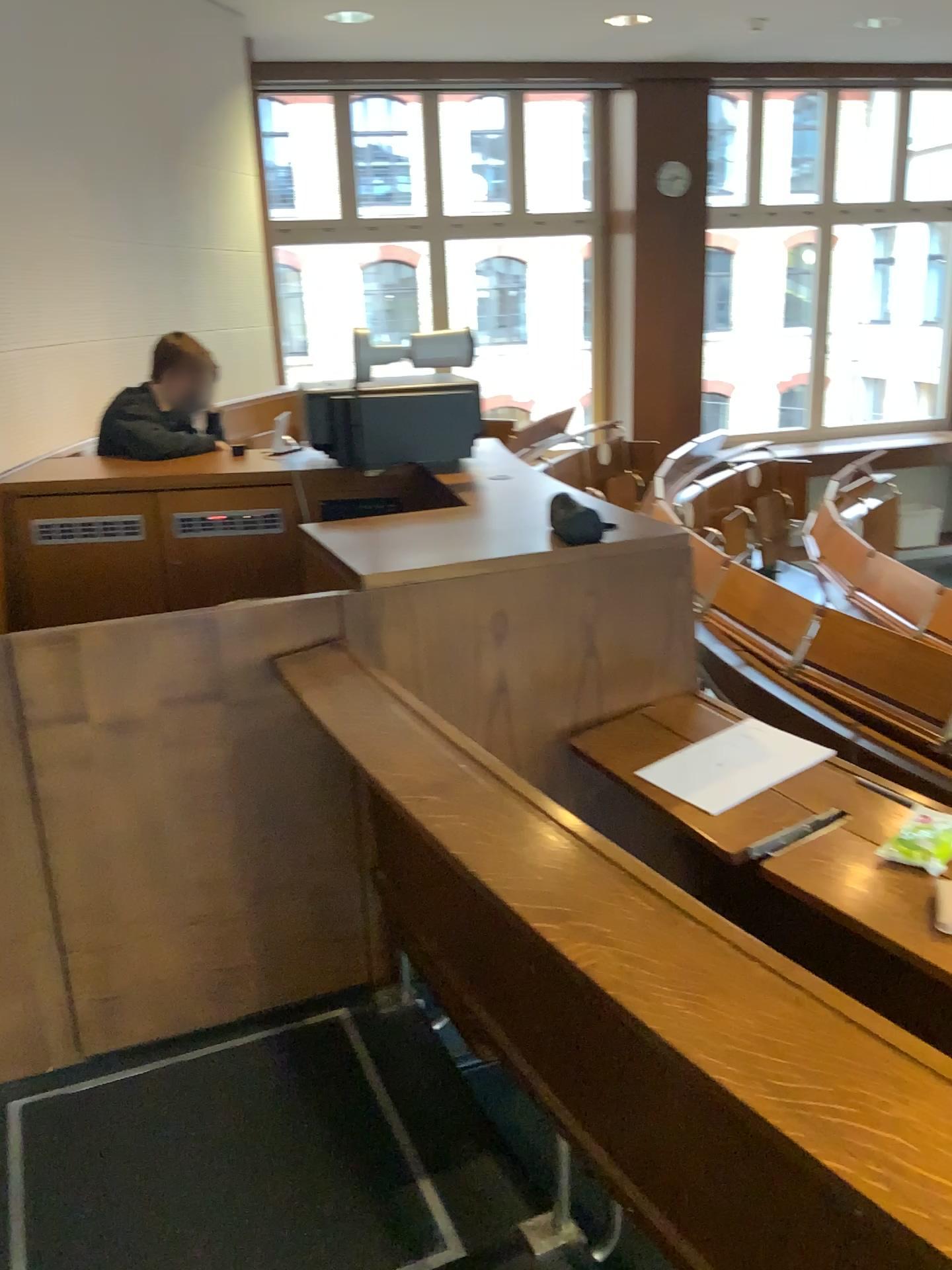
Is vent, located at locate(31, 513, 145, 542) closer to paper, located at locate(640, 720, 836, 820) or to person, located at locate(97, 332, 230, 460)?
person, located at locate(97, 332, 230, 460)

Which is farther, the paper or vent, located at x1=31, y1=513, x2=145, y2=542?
vent, located at x1=31, y1=513, x2=145, y2=542

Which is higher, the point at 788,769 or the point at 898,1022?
the point at 788,769

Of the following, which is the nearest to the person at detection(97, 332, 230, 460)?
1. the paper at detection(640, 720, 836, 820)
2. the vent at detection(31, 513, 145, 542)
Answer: the vent at detection(31, 513, 145, 542)

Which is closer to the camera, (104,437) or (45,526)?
(45,526)

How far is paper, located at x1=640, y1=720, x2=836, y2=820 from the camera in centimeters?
189cm

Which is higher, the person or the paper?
the person

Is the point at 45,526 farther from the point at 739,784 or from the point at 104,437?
the point at 739,784

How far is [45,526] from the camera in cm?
323

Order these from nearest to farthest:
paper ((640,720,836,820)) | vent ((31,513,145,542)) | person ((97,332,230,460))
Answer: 1. paper ((640,720,836,820))
2. vent ((31,513,145,542))
3. person ((97,332,230,460))
